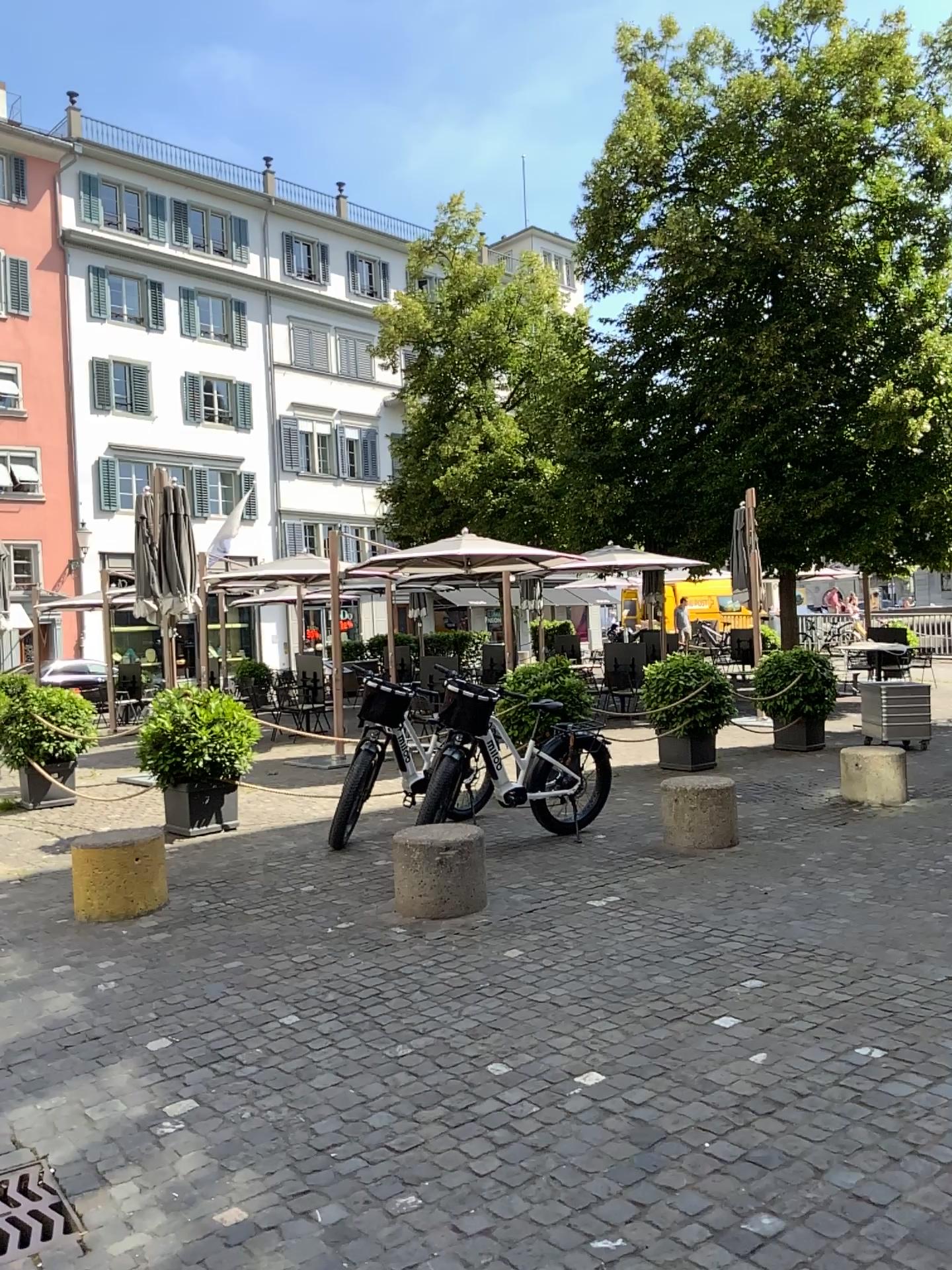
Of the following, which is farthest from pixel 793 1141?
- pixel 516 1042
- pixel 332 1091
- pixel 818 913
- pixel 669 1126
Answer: pixel 818 913
